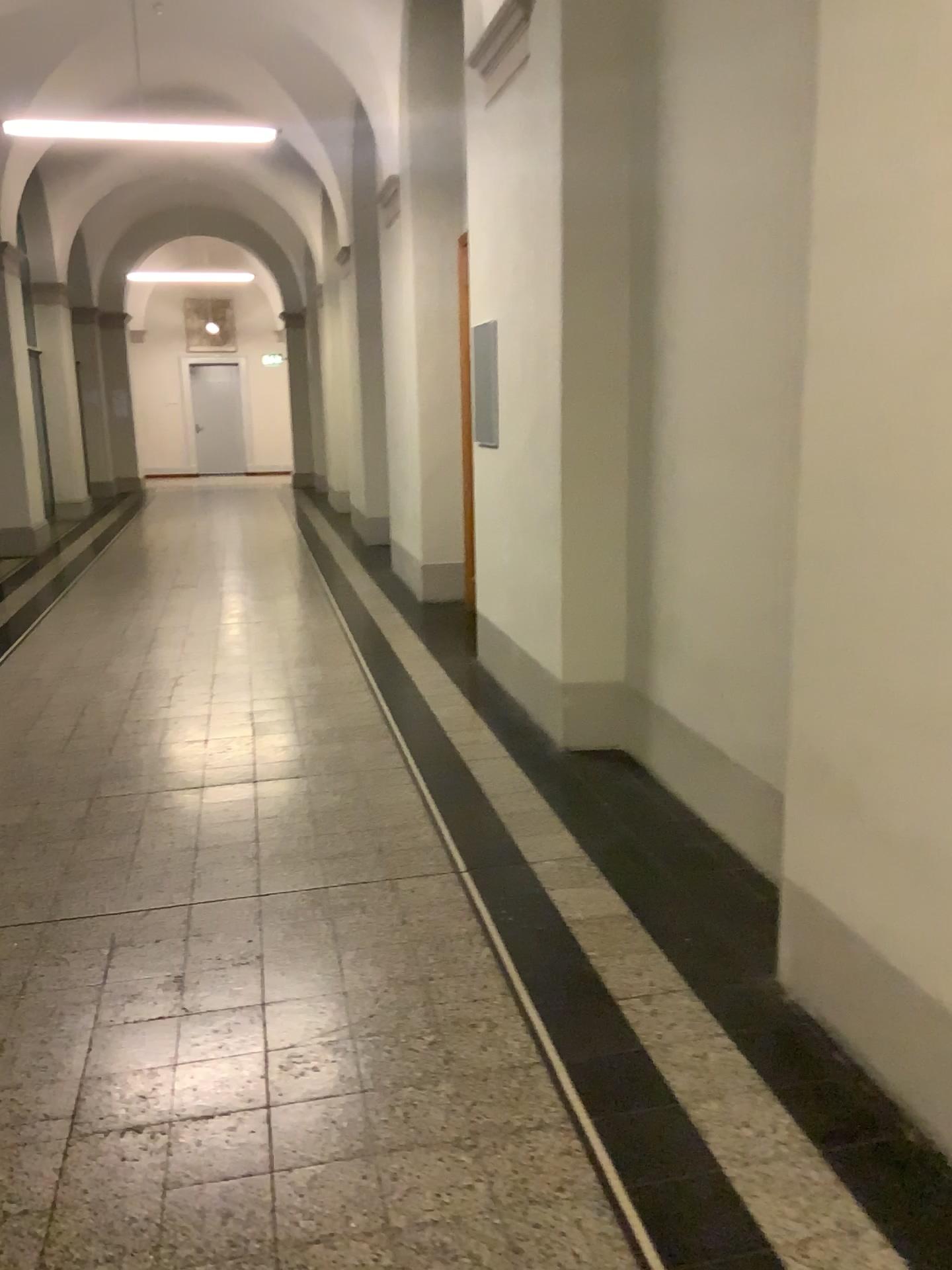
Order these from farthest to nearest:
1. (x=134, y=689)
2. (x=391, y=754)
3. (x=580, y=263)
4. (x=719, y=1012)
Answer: (x=134, y=689) < (x=391, y=754) < (x=580, y=263) < (x=719, y=1012)
